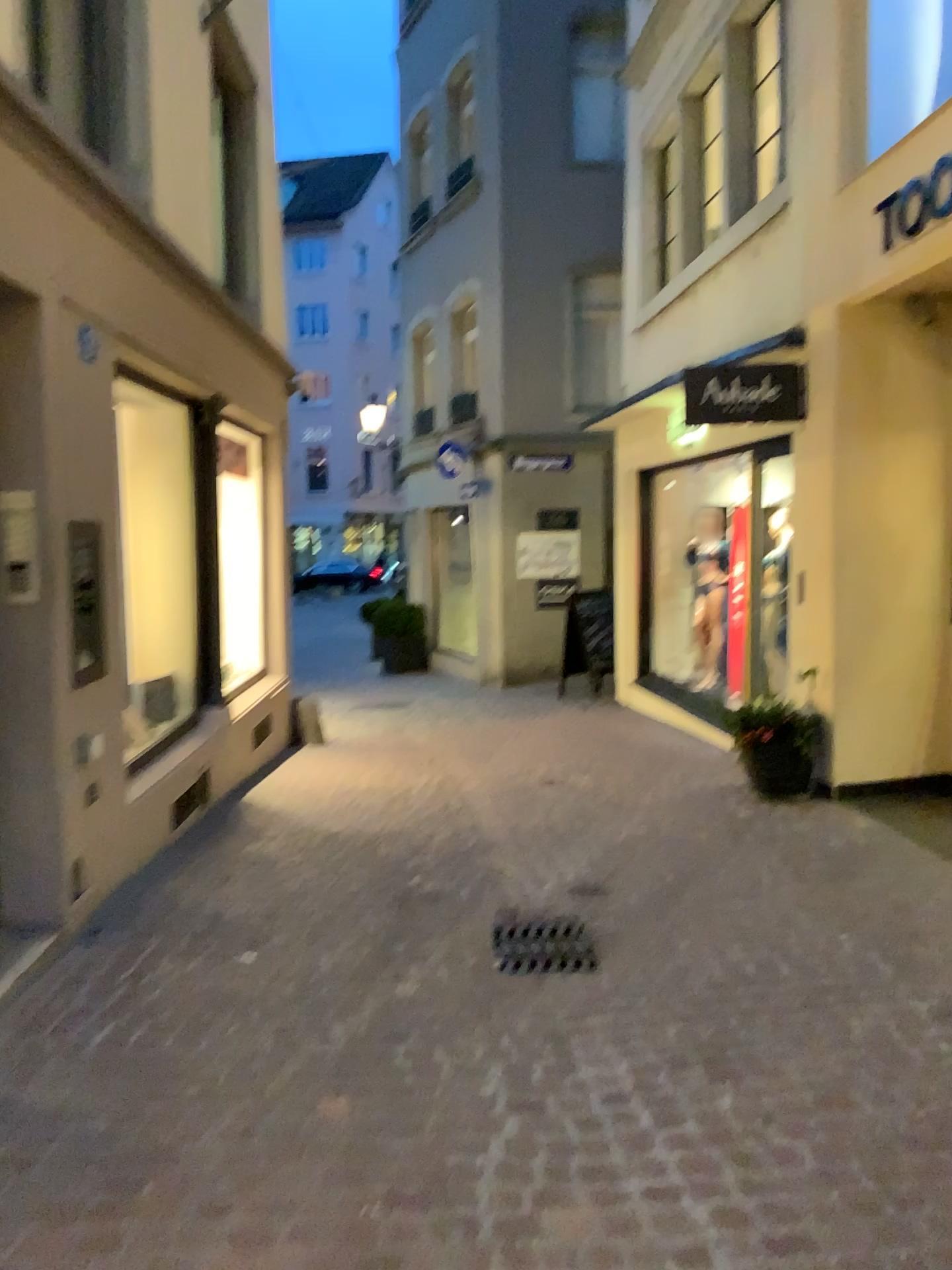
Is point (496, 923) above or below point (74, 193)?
below

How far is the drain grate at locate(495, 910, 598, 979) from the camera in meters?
3.8

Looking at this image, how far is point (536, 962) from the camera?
3.76m
